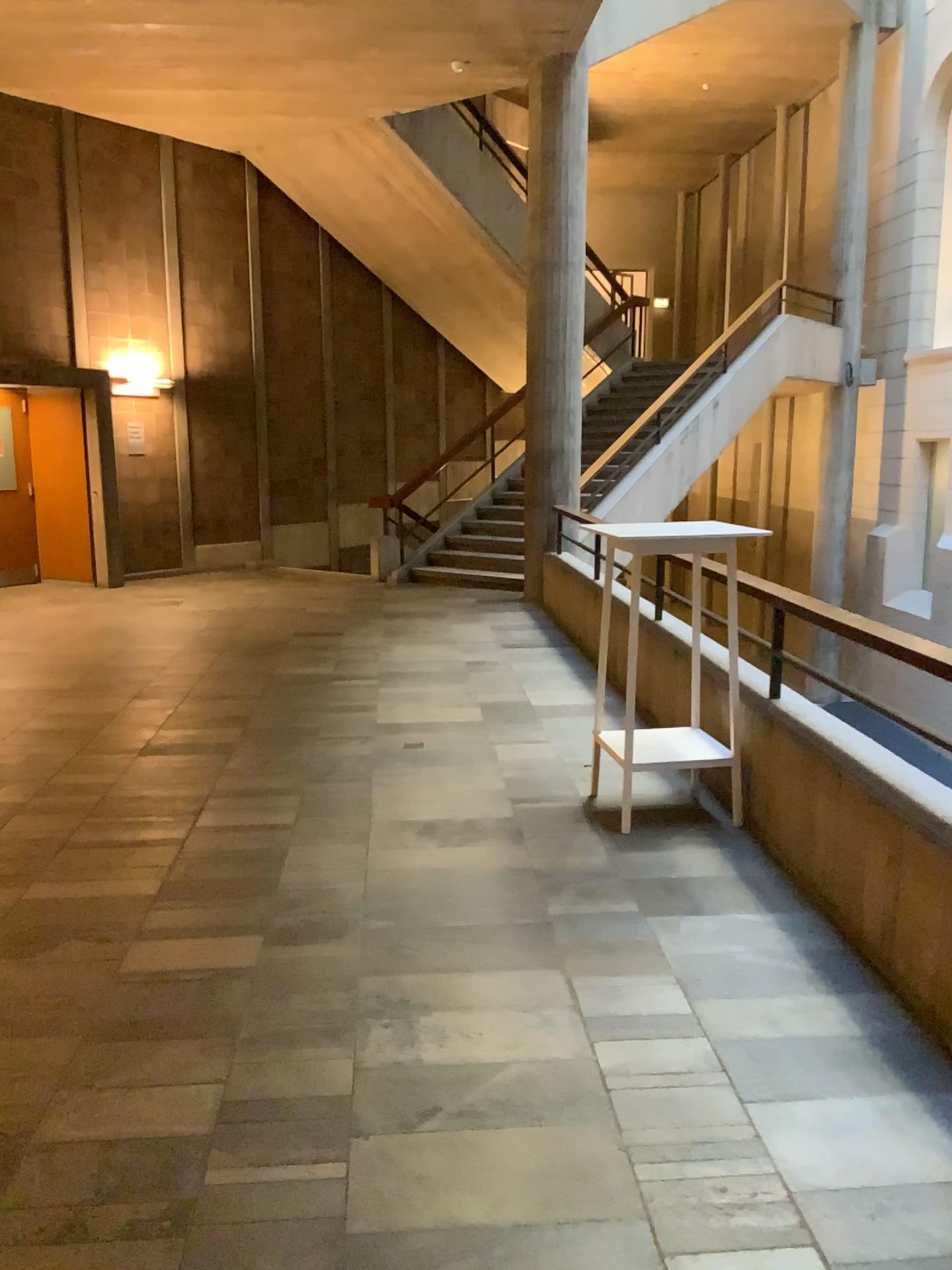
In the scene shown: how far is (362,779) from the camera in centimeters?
472cm
